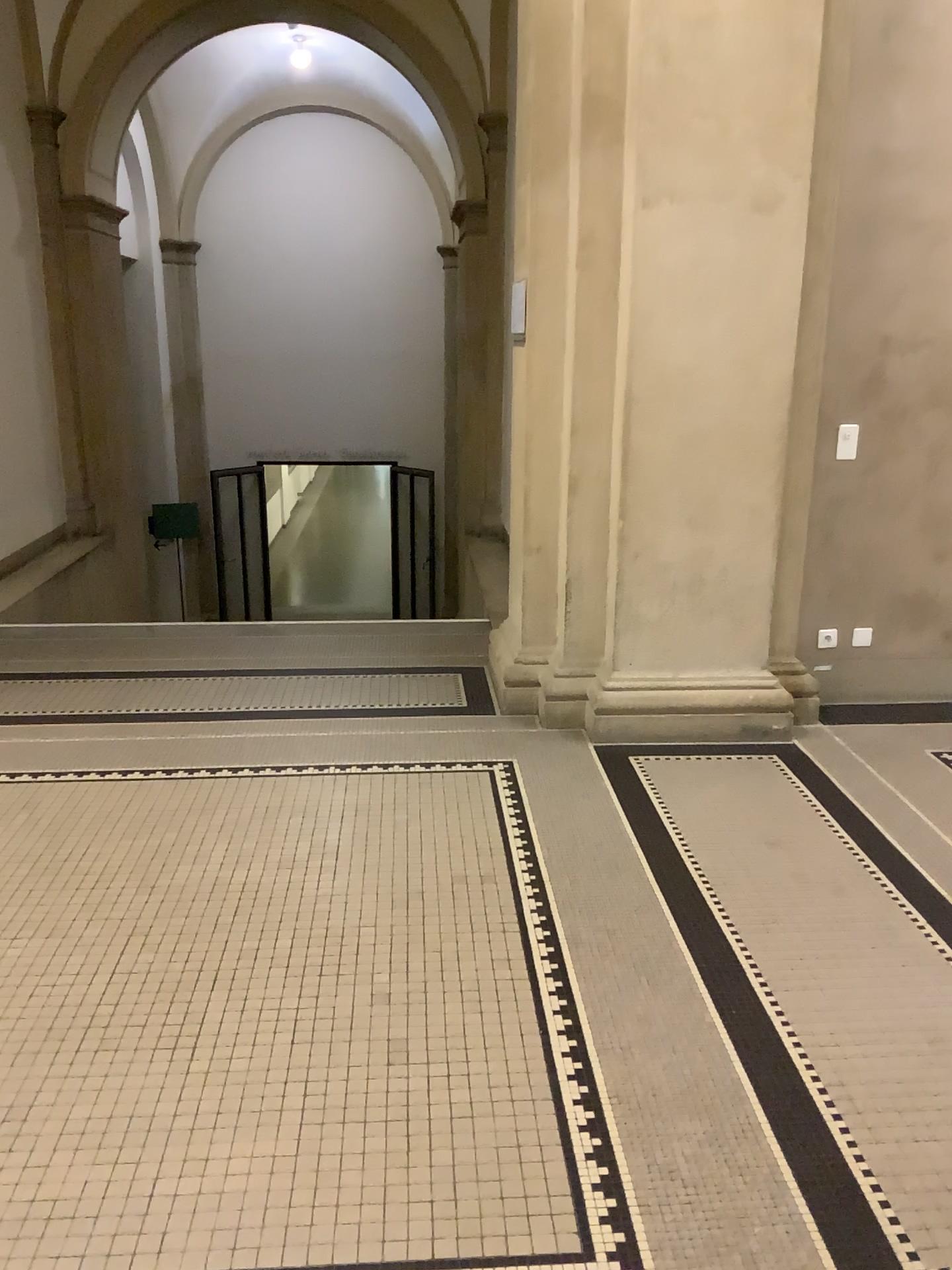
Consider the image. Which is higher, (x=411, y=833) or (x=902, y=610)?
(x=902, y=610)
